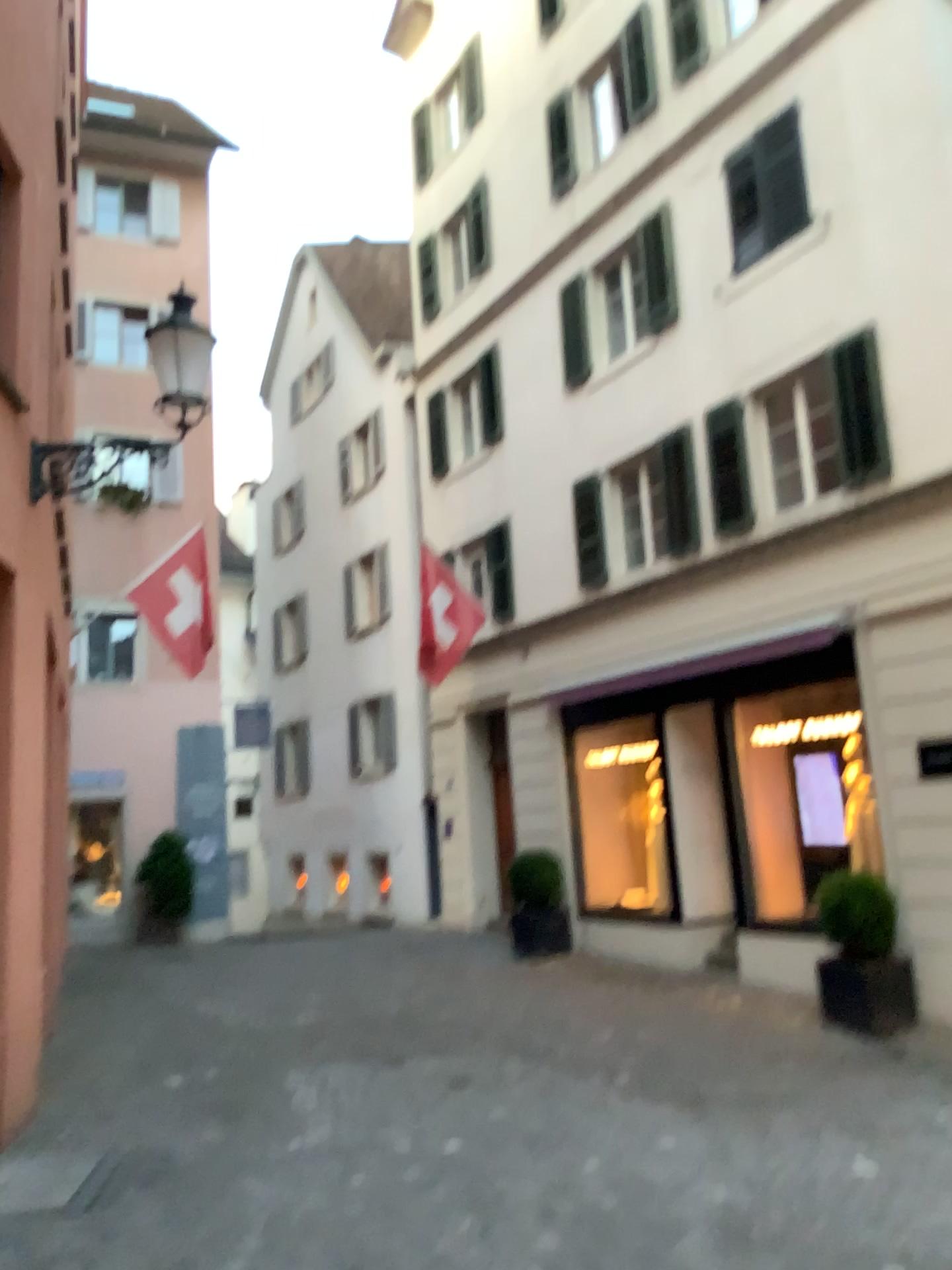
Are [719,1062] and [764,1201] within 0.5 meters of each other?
no
